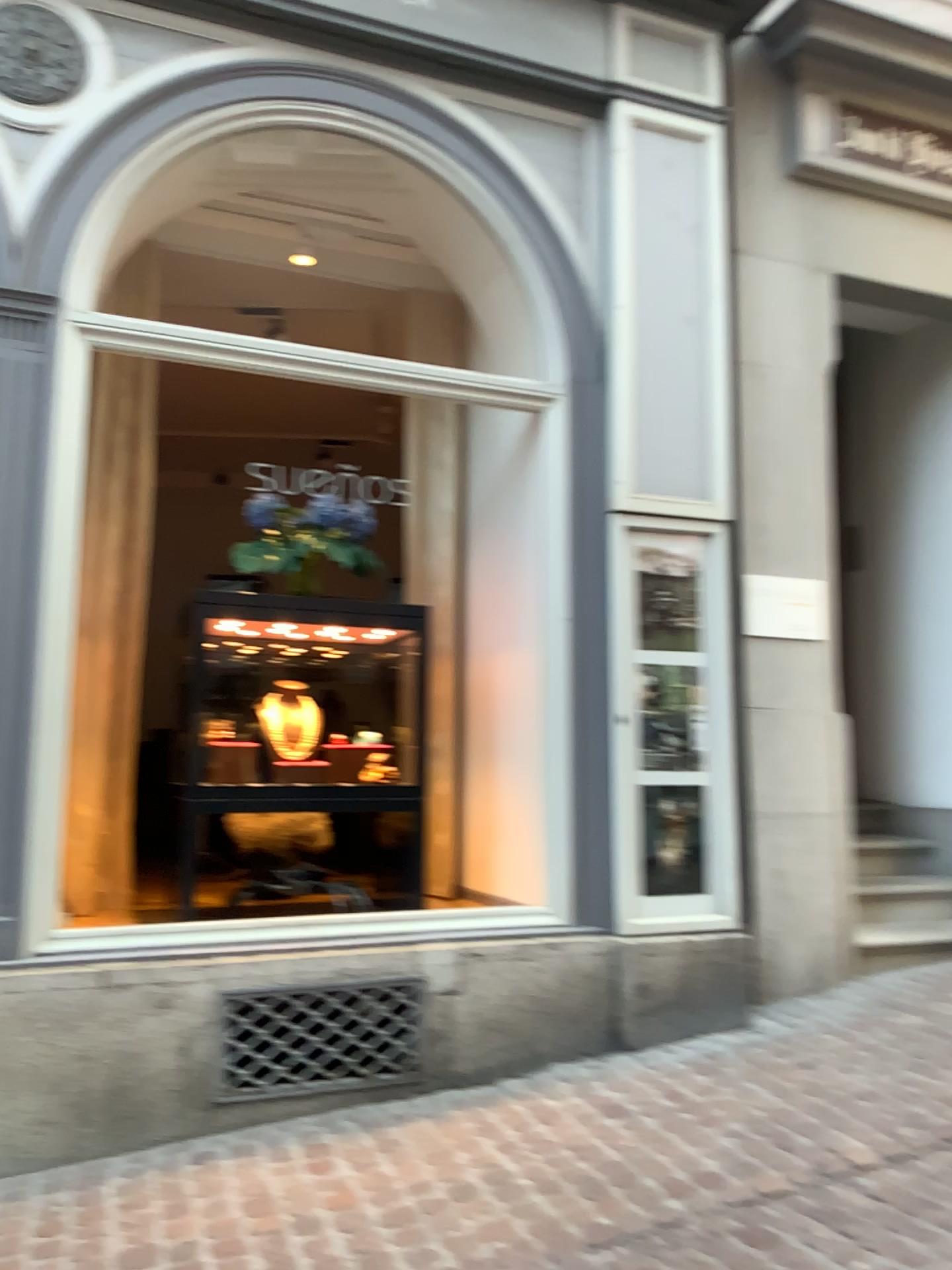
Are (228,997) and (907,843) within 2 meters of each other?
no

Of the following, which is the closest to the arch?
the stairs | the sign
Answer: the sign

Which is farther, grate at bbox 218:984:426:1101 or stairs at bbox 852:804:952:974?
stairs at bbox 852:804:952:974

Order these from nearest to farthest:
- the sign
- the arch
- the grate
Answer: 1. the grate
2. the arch
3. the sign

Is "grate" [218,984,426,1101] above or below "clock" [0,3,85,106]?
below

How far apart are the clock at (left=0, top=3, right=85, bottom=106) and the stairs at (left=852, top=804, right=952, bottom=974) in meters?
4.1

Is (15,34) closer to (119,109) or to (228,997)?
(119,109)

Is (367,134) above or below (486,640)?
above

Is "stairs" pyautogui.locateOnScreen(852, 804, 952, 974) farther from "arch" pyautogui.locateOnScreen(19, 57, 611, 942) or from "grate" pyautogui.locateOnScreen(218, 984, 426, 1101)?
"grate" pyautogui.locateOnScreen(218, 984, 426, 1101)

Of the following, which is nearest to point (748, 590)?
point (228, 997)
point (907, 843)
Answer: point (907, 843)
